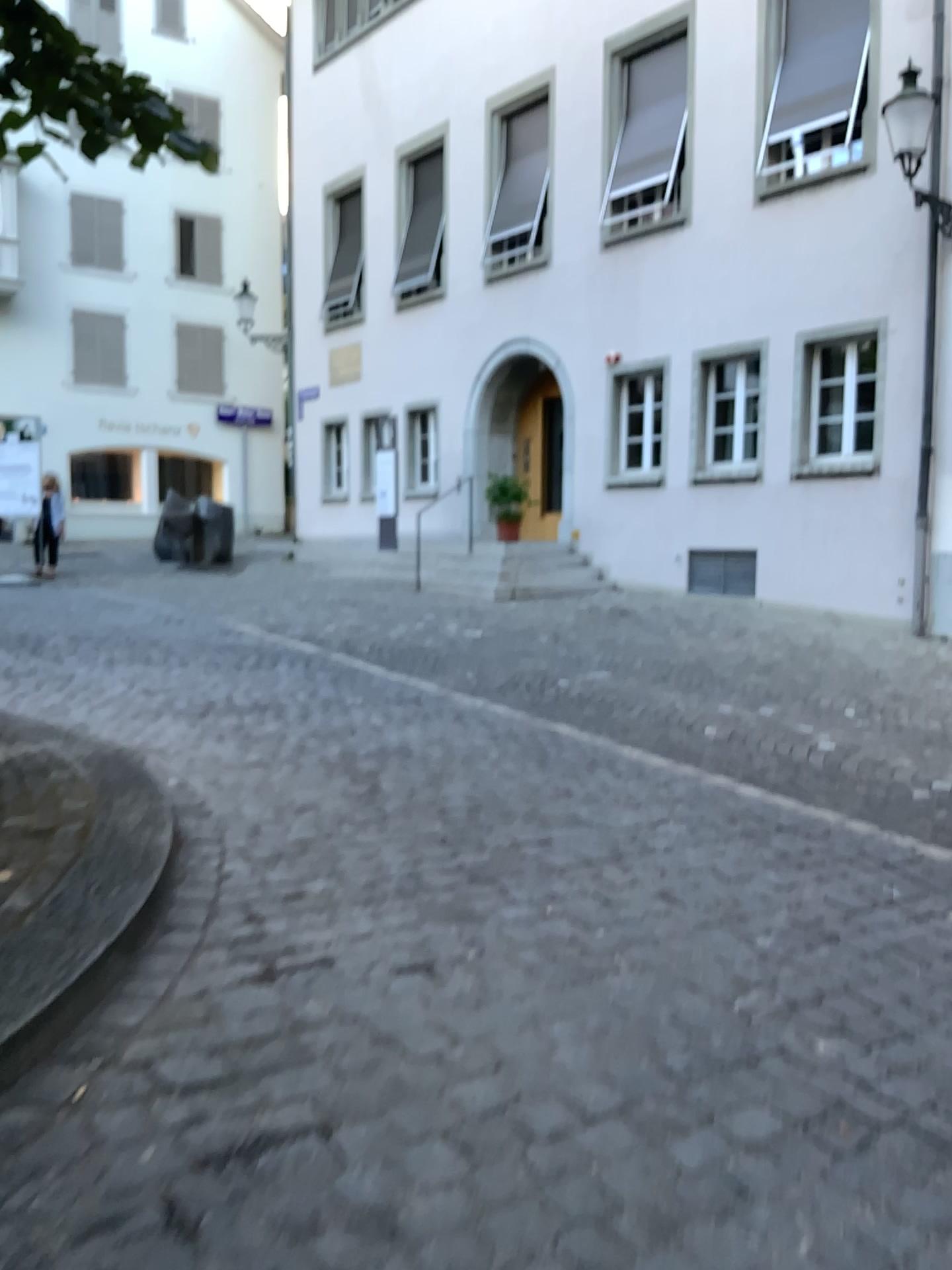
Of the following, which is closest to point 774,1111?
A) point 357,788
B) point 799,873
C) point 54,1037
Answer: point 54,1037
